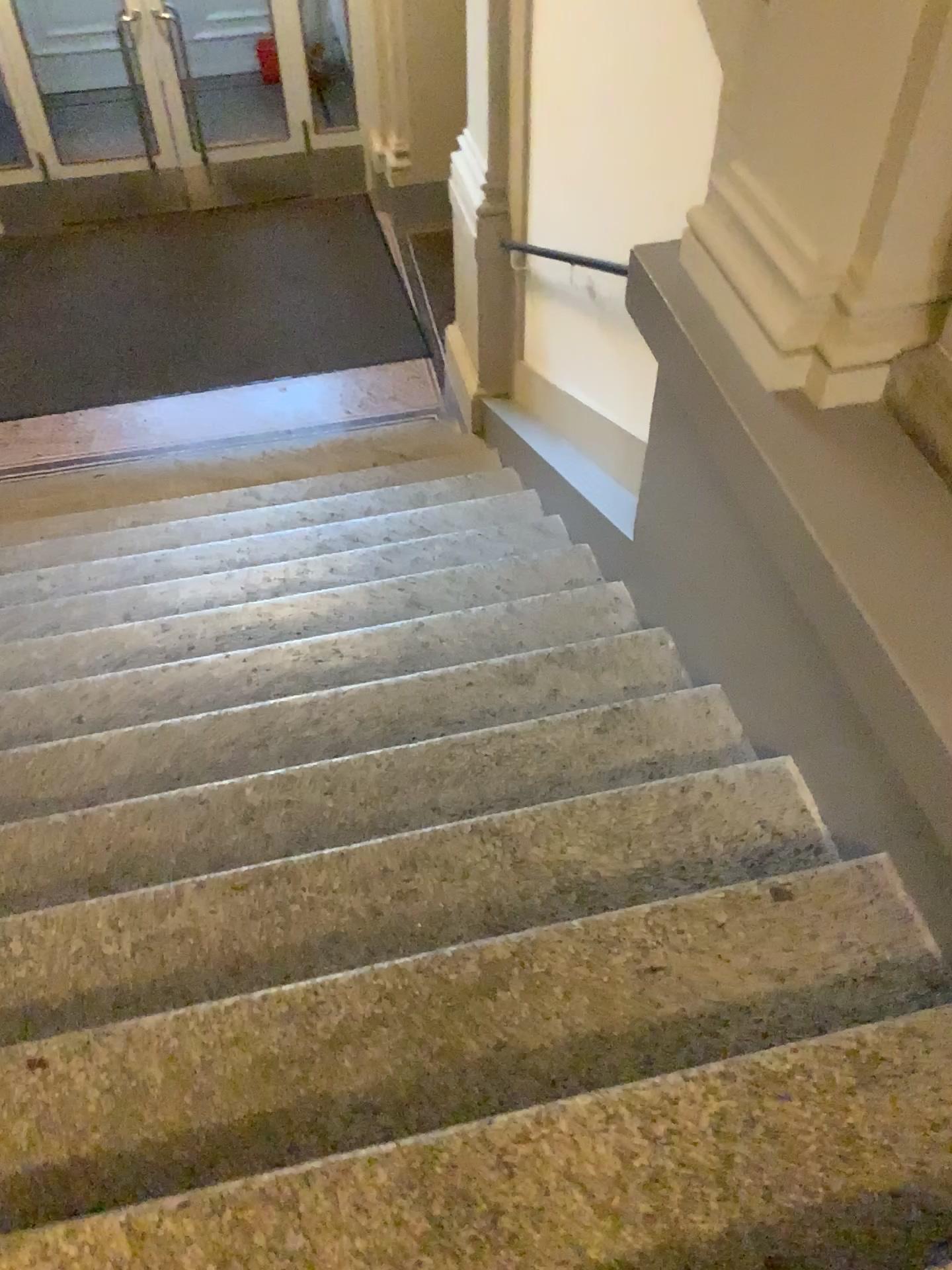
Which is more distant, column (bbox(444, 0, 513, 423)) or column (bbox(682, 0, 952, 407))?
column (bbox(444, 0, 513, 423))

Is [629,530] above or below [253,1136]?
below

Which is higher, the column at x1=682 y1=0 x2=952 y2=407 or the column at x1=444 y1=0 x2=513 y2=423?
the column at x1=682 y1=0 x2=952 y2=407

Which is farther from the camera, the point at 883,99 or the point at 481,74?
the point at 481,74

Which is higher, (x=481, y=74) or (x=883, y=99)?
(x=883, y=99)
